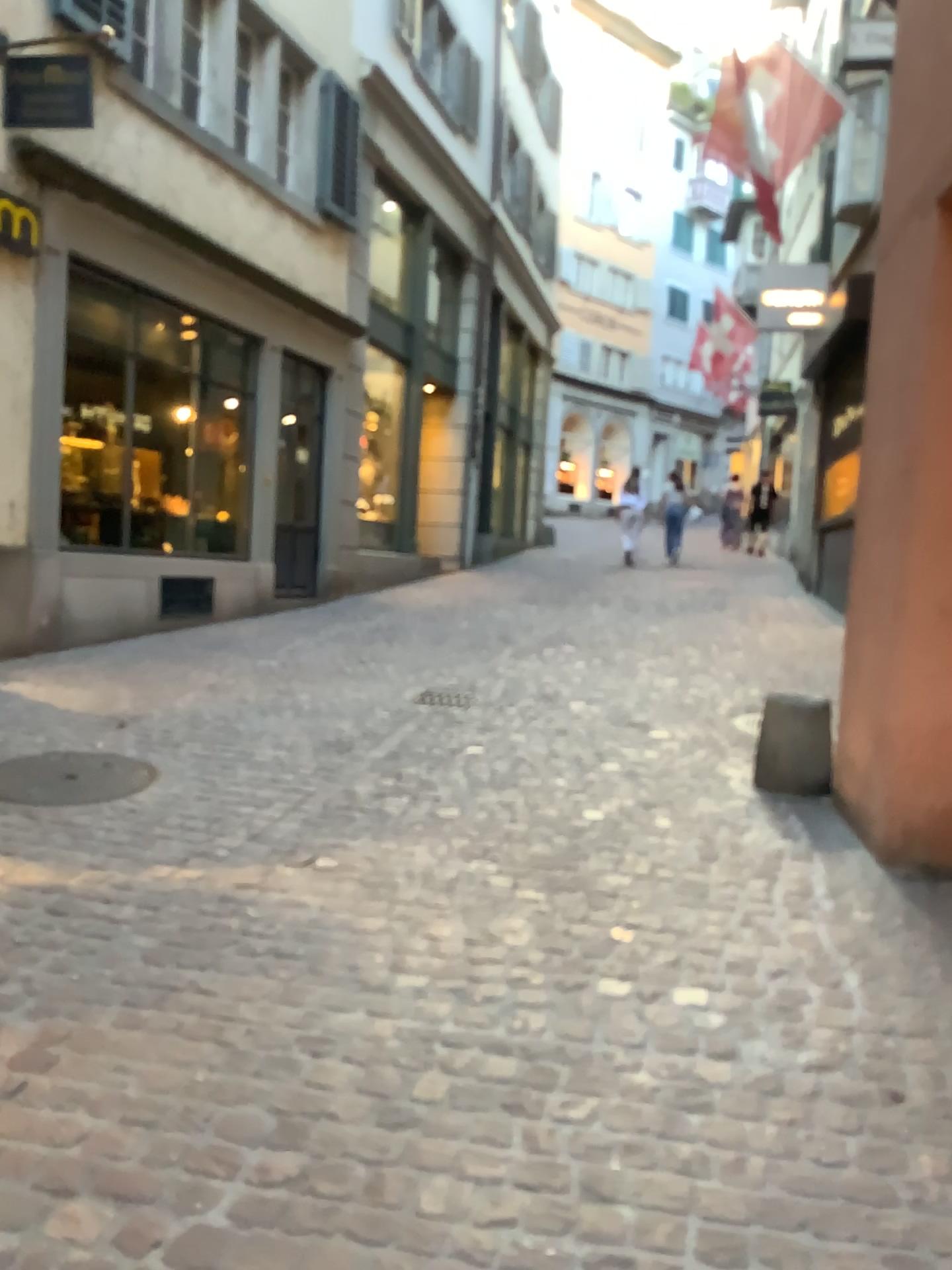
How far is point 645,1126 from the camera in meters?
2.1
